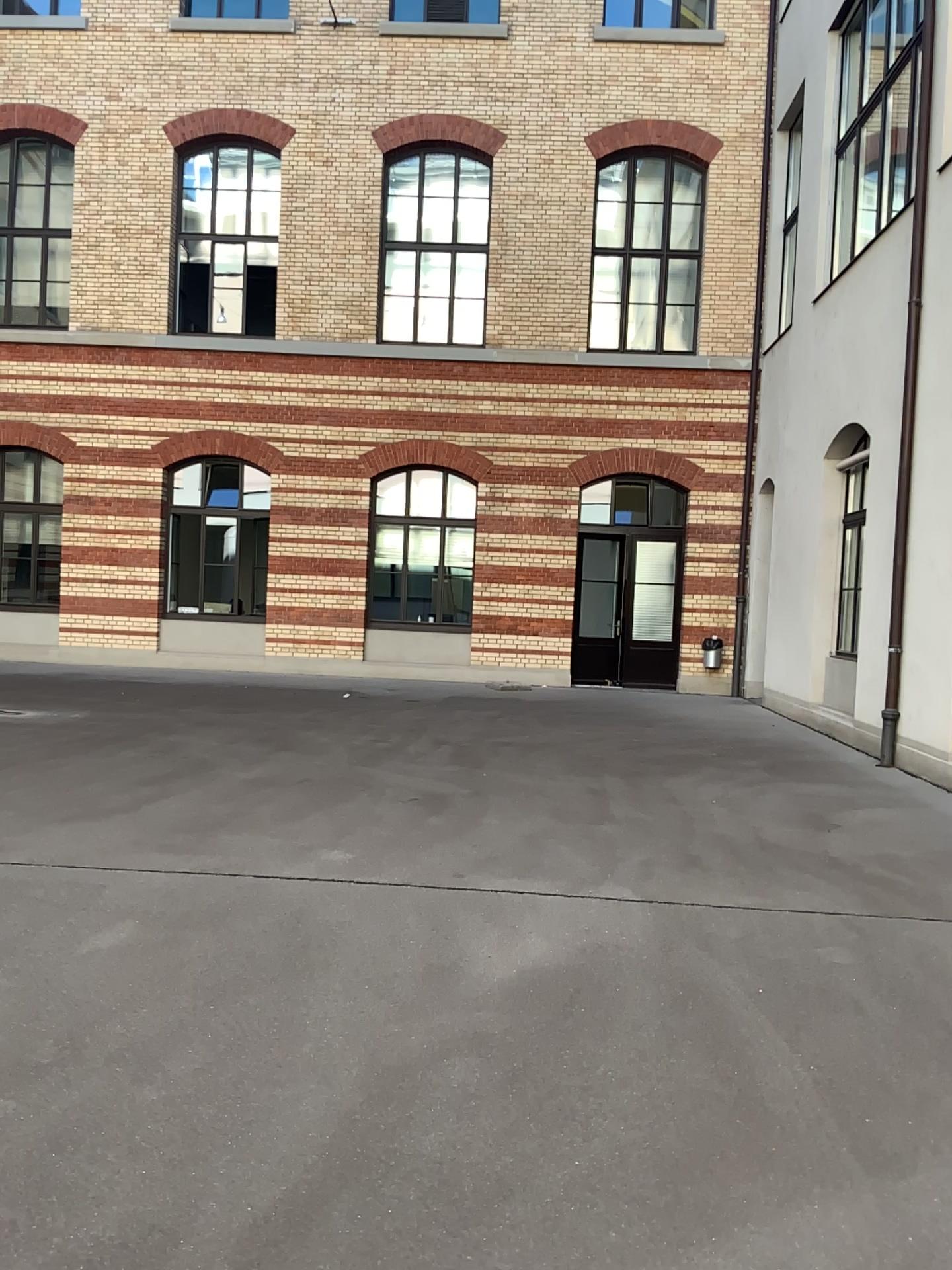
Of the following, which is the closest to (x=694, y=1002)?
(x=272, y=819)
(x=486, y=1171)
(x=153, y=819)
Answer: (x=486, y=1171)
